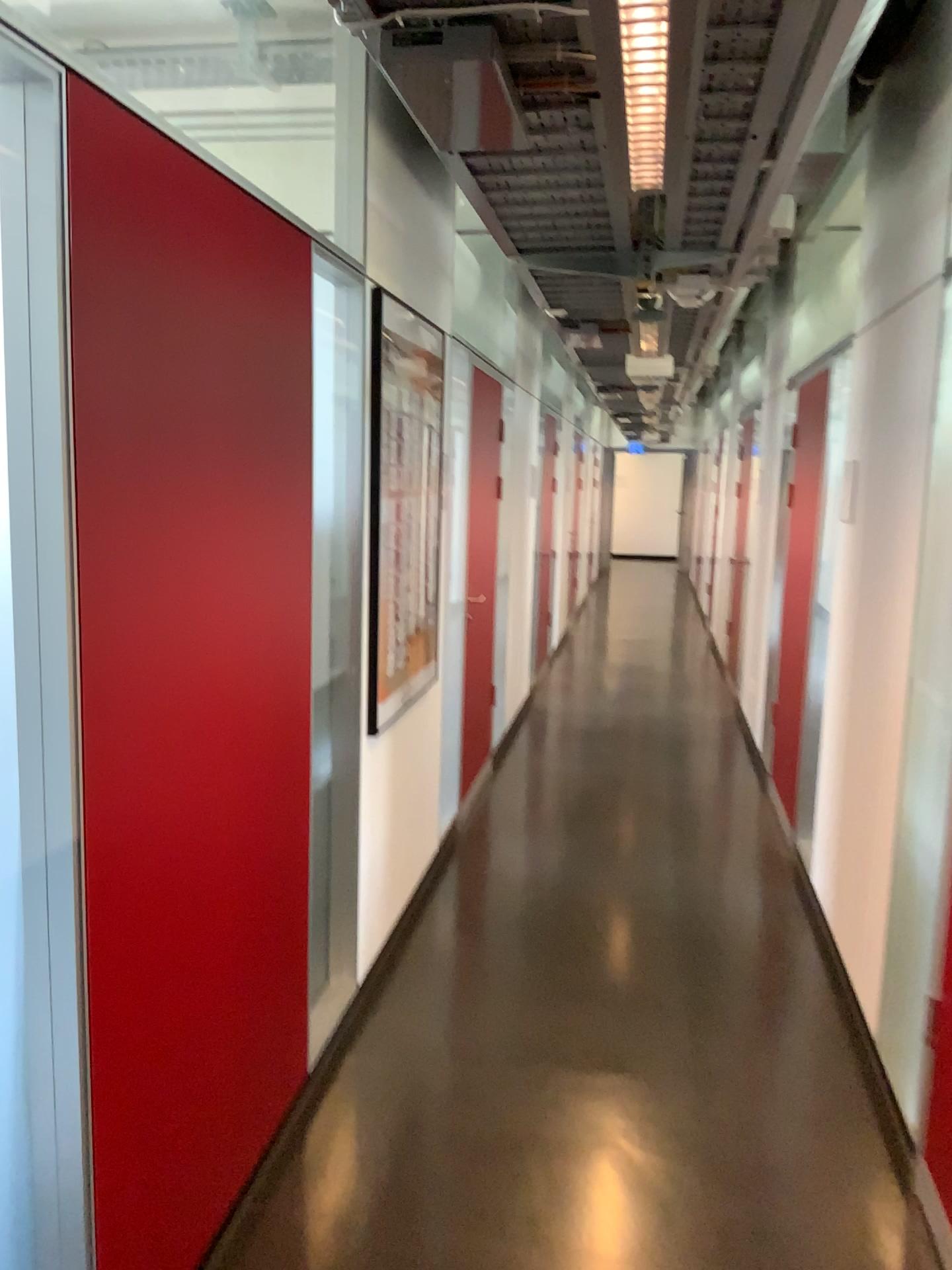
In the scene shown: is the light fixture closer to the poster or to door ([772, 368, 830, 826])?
the poster

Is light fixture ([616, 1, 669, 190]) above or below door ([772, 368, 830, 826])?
above

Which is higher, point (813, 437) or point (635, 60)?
point (635, 60)

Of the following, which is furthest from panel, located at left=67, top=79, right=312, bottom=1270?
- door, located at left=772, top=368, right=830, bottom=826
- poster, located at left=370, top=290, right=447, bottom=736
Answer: door, located at left=772, top=368, right=830, bottom=826

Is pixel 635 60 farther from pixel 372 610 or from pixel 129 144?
pixel 372 610

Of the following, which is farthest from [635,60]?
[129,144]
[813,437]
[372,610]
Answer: [813,437]

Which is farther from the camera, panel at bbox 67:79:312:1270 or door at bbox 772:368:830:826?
door at bbox 772:368:830:826

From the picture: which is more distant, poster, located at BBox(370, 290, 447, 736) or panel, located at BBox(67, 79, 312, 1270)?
poster, located at BBox(370, 290, 447, 736)

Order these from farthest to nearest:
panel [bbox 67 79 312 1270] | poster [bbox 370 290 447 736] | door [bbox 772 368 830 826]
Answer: door [bbox 772 368 830 826], poster [bbox 370 290 447 736], panel [bbox 67 79 312 1270]

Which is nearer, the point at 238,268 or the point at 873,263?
the point at 238,268
